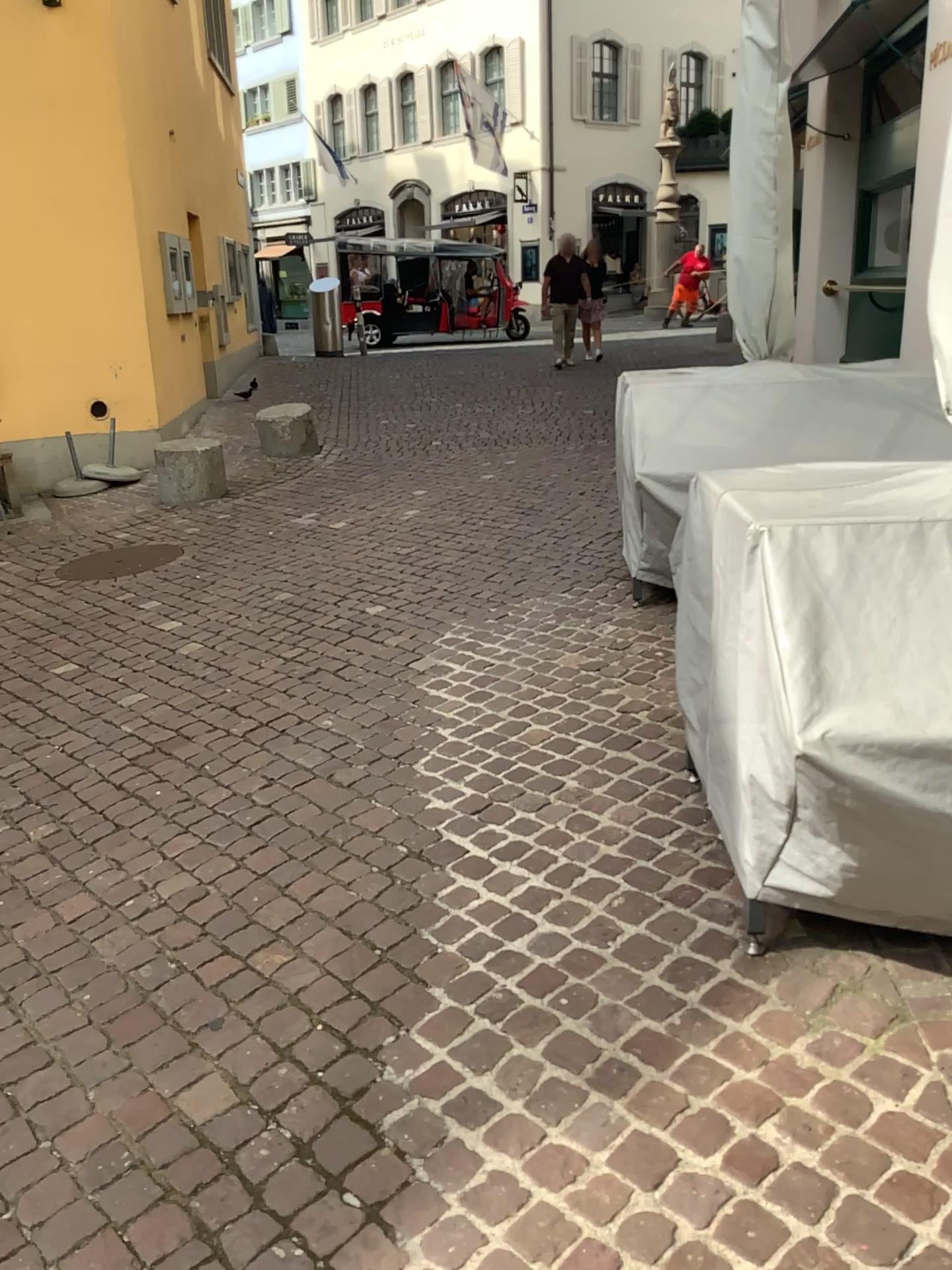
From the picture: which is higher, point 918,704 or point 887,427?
point 887,427

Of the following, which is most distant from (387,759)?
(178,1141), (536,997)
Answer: (178,1141)

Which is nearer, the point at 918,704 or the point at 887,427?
the point at 918,704

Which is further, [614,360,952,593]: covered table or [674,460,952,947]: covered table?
[614,360,952,593]: covered table
